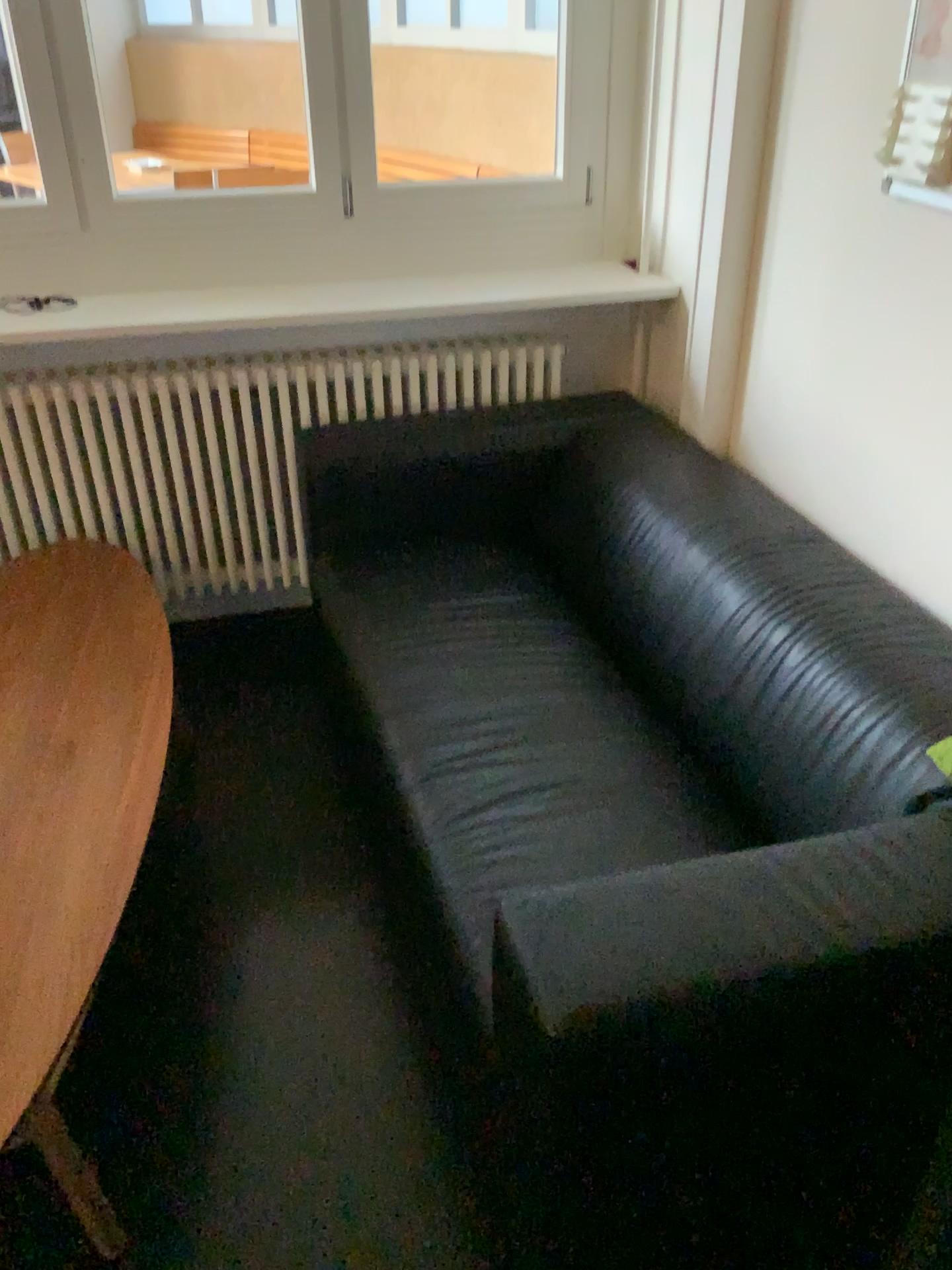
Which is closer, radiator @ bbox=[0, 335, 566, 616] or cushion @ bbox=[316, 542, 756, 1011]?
cushion @ bbox=[316, 542, 756, 1011]

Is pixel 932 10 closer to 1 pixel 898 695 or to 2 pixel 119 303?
1 pixel 898 695

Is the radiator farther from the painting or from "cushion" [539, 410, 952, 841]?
the painting

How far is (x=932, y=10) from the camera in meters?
1.5 m

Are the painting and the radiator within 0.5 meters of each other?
no

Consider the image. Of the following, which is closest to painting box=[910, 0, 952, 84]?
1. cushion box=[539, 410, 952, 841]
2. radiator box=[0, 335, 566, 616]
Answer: cushion box=[539, 410, 952, 841]

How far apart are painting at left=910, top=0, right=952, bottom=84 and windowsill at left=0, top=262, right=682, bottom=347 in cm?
106

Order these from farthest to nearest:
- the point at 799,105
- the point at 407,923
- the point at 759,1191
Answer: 1. the point at 799,105
2. the point at 407,923
3. the point at 759,1191

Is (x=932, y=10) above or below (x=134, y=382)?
above

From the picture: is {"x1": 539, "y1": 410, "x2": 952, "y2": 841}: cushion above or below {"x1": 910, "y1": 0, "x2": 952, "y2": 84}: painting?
below
